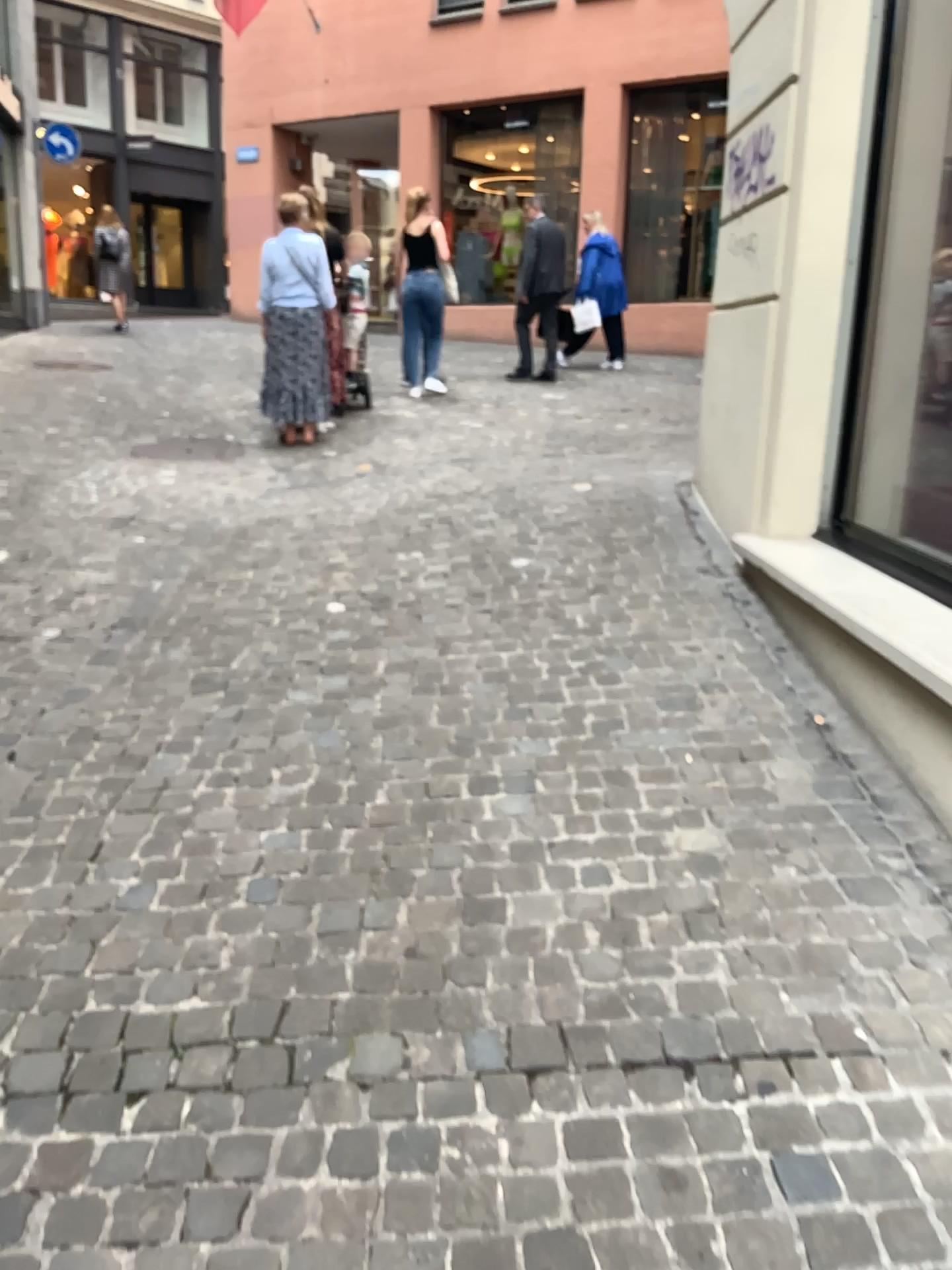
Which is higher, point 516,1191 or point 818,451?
point 818,451
